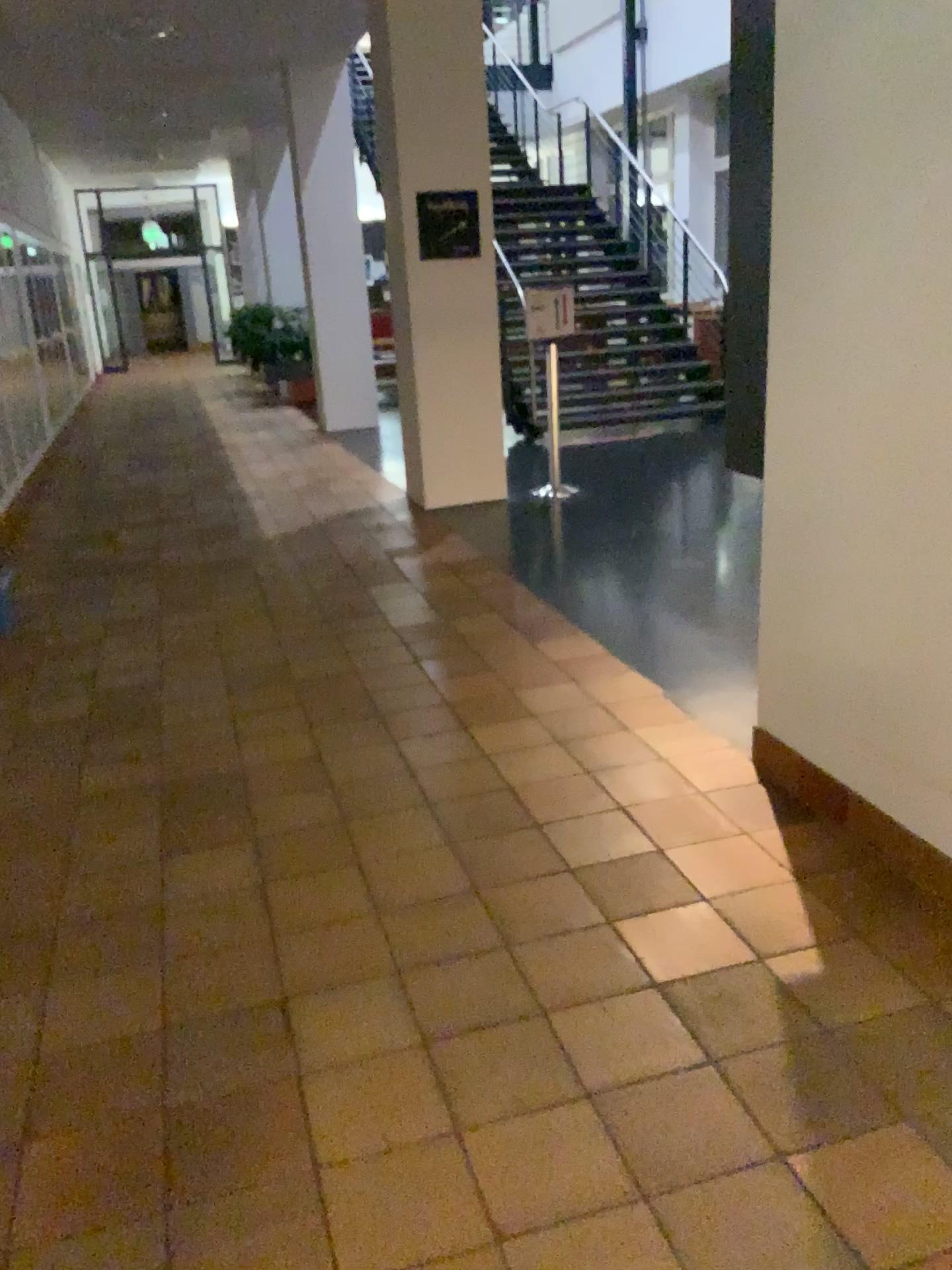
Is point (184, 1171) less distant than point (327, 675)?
Yes
